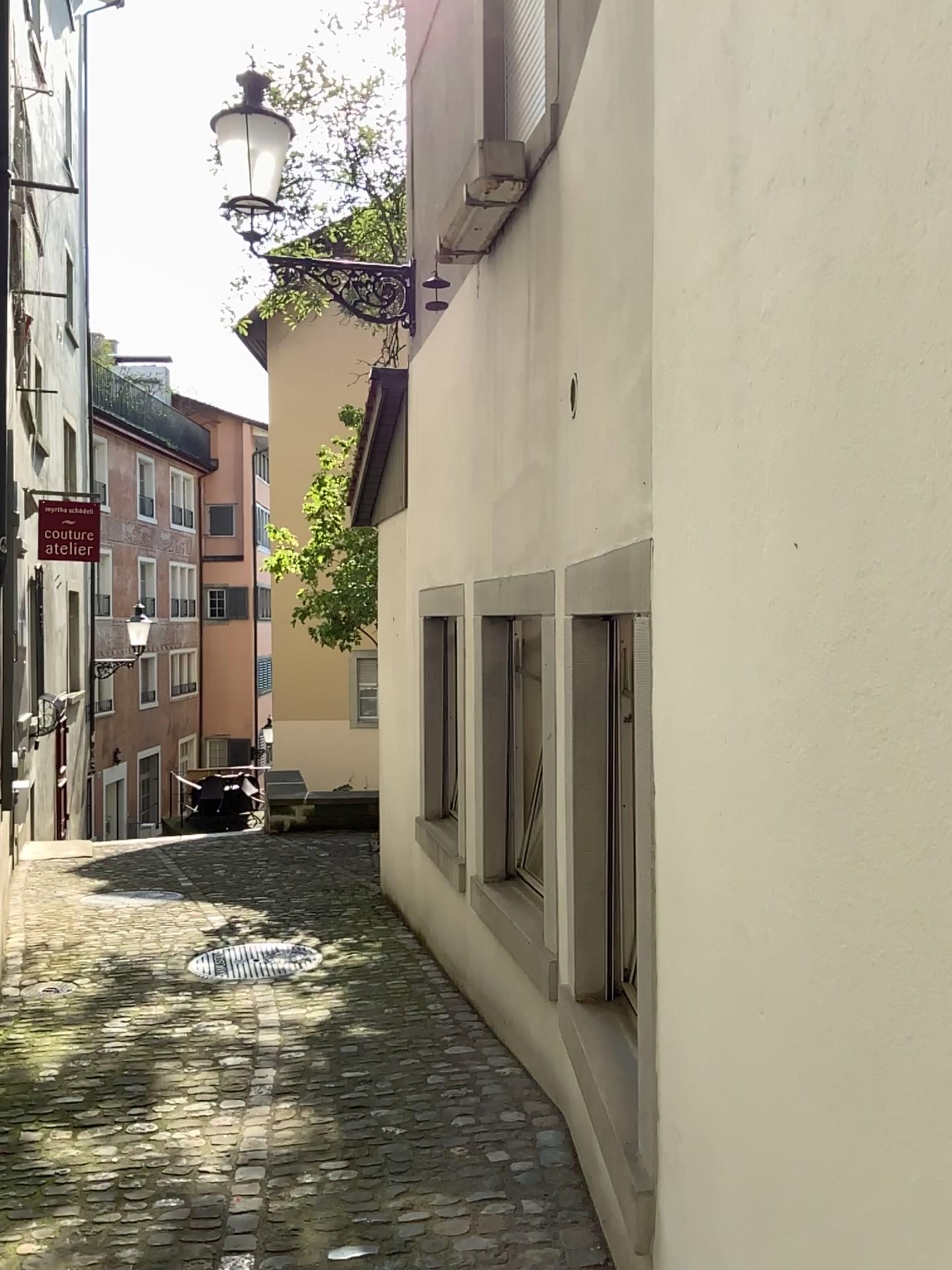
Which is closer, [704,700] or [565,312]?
[704,700]
